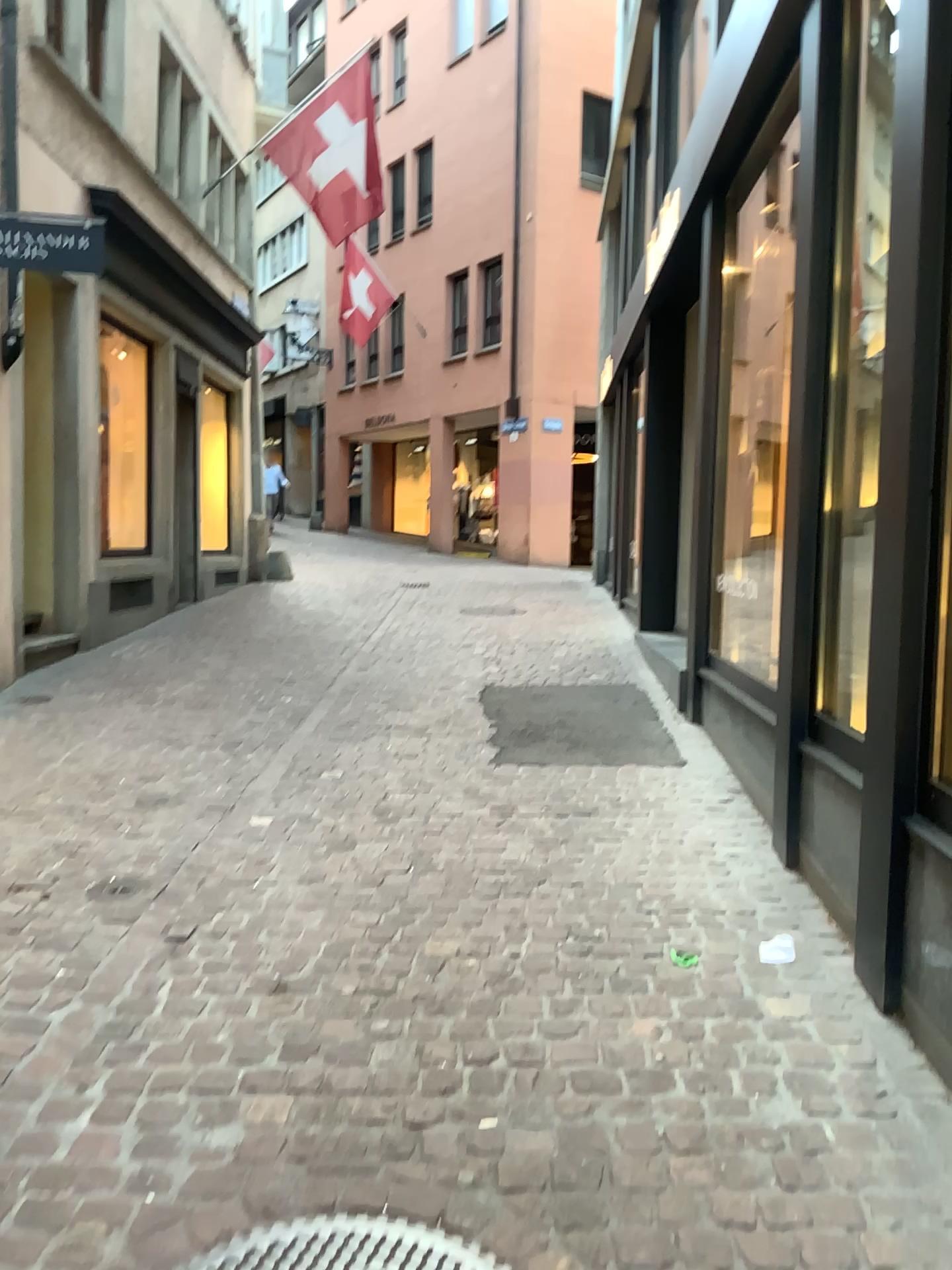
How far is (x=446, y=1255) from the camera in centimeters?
183cm

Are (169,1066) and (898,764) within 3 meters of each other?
yes

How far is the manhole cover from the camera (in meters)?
1.83

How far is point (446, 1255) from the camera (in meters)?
1.83

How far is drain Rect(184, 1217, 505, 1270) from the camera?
1.8 meters
